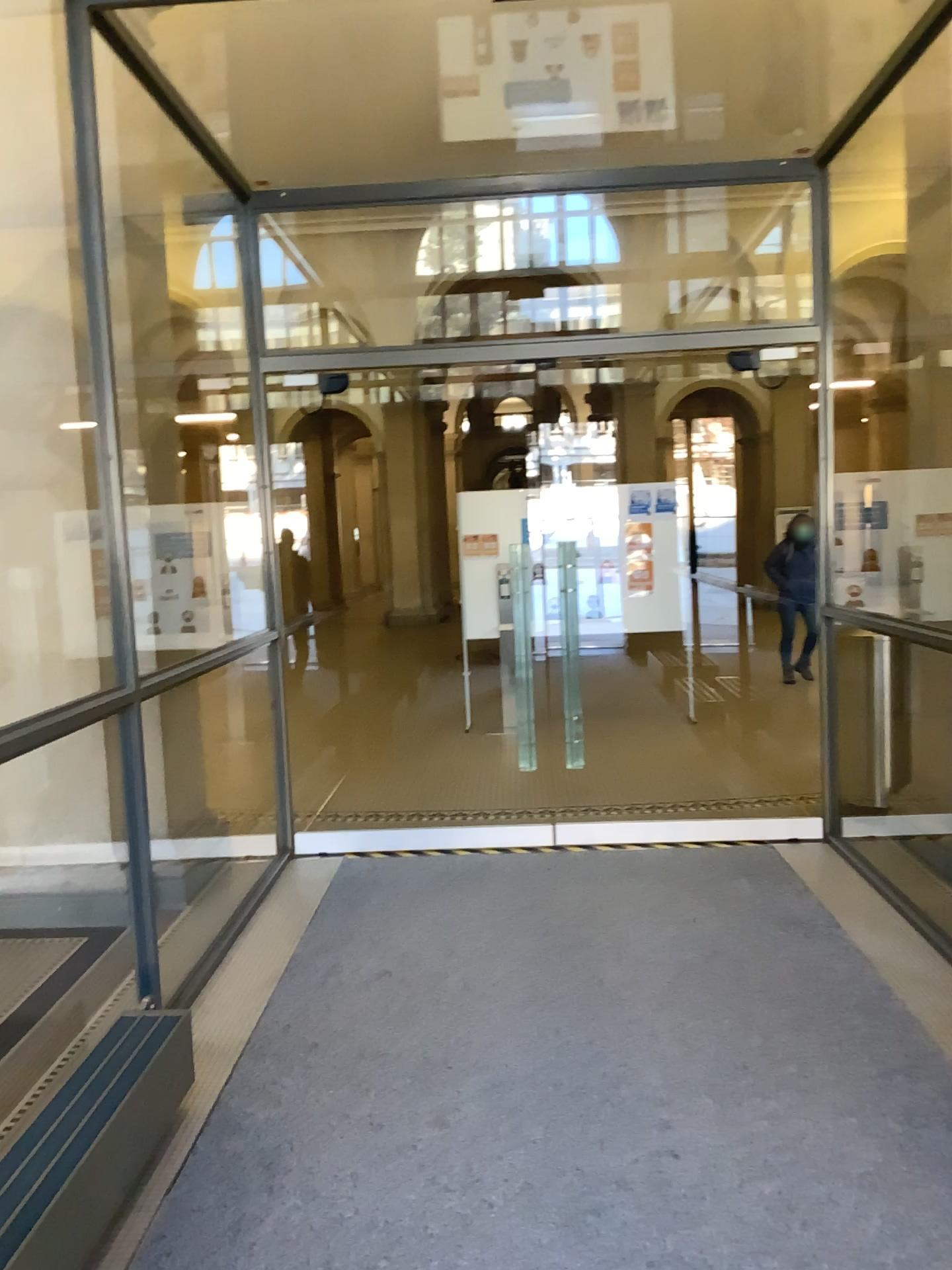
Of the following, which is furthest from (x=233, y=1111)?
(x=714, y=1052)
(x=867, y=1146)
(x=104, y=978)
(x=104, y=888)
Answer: (x=104, y=888)
